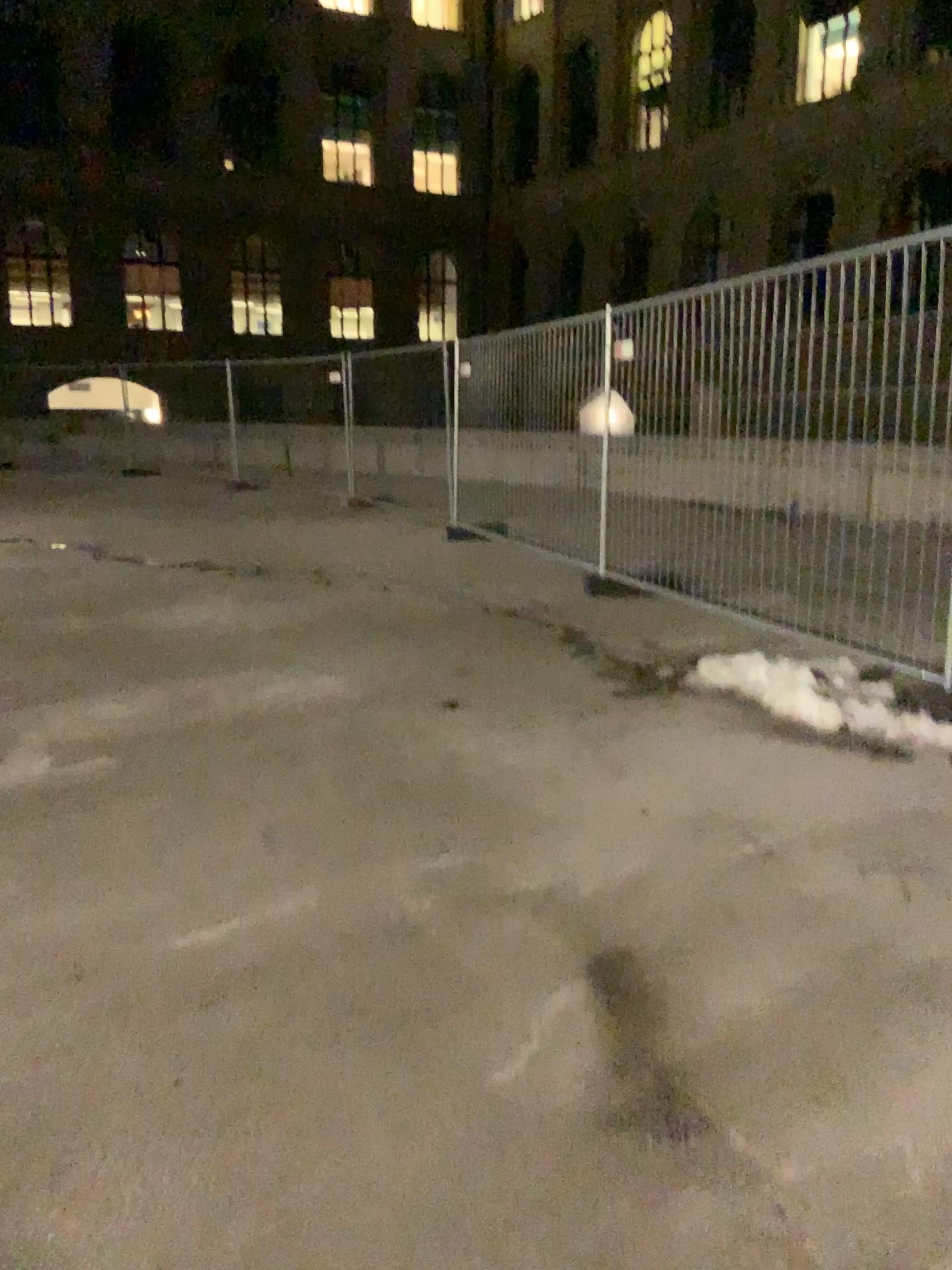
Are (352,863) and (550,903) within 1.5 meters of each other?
yes
